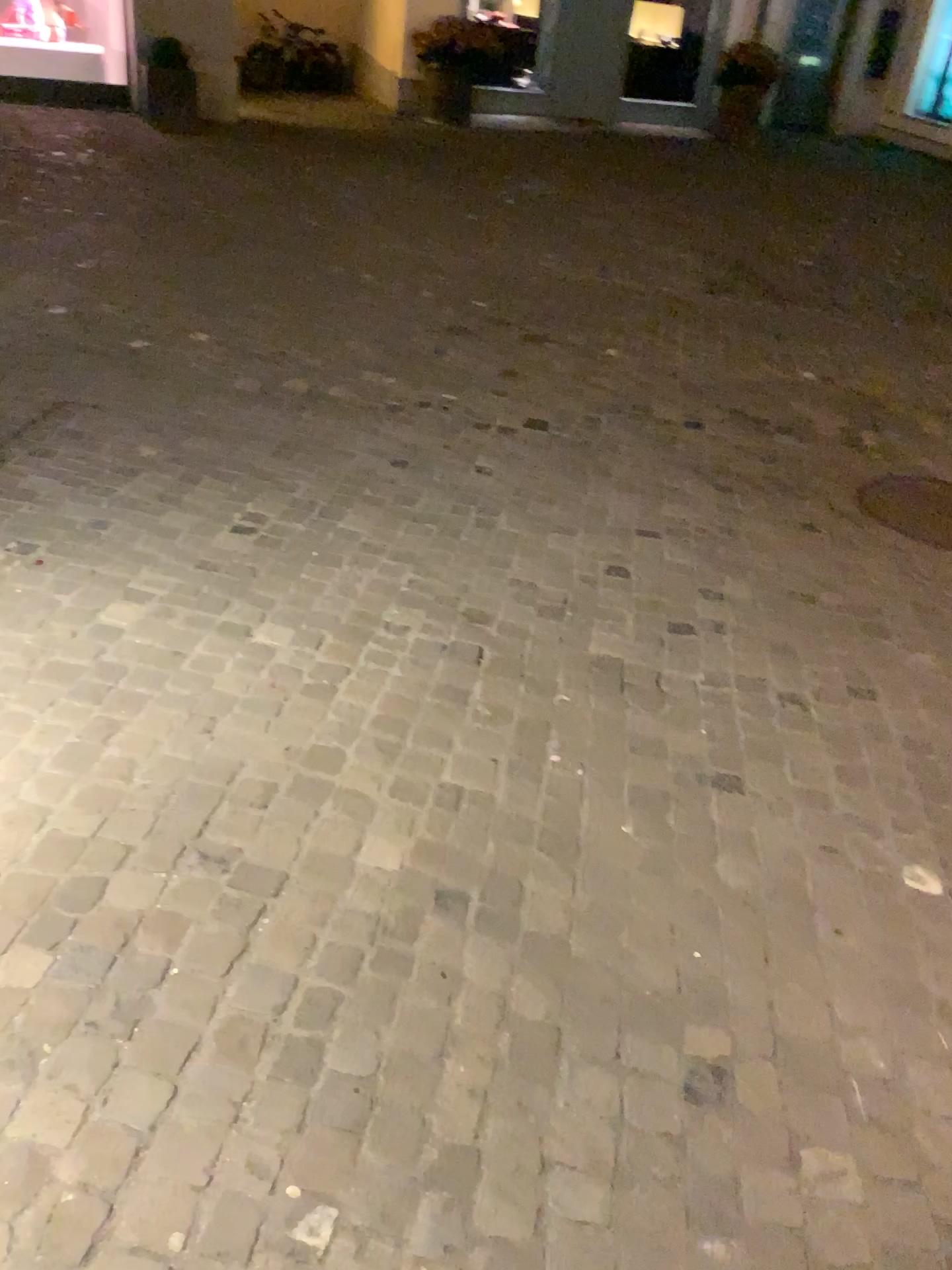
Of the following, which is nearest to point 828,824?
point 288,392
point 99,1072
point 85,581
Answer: point 99,1072
